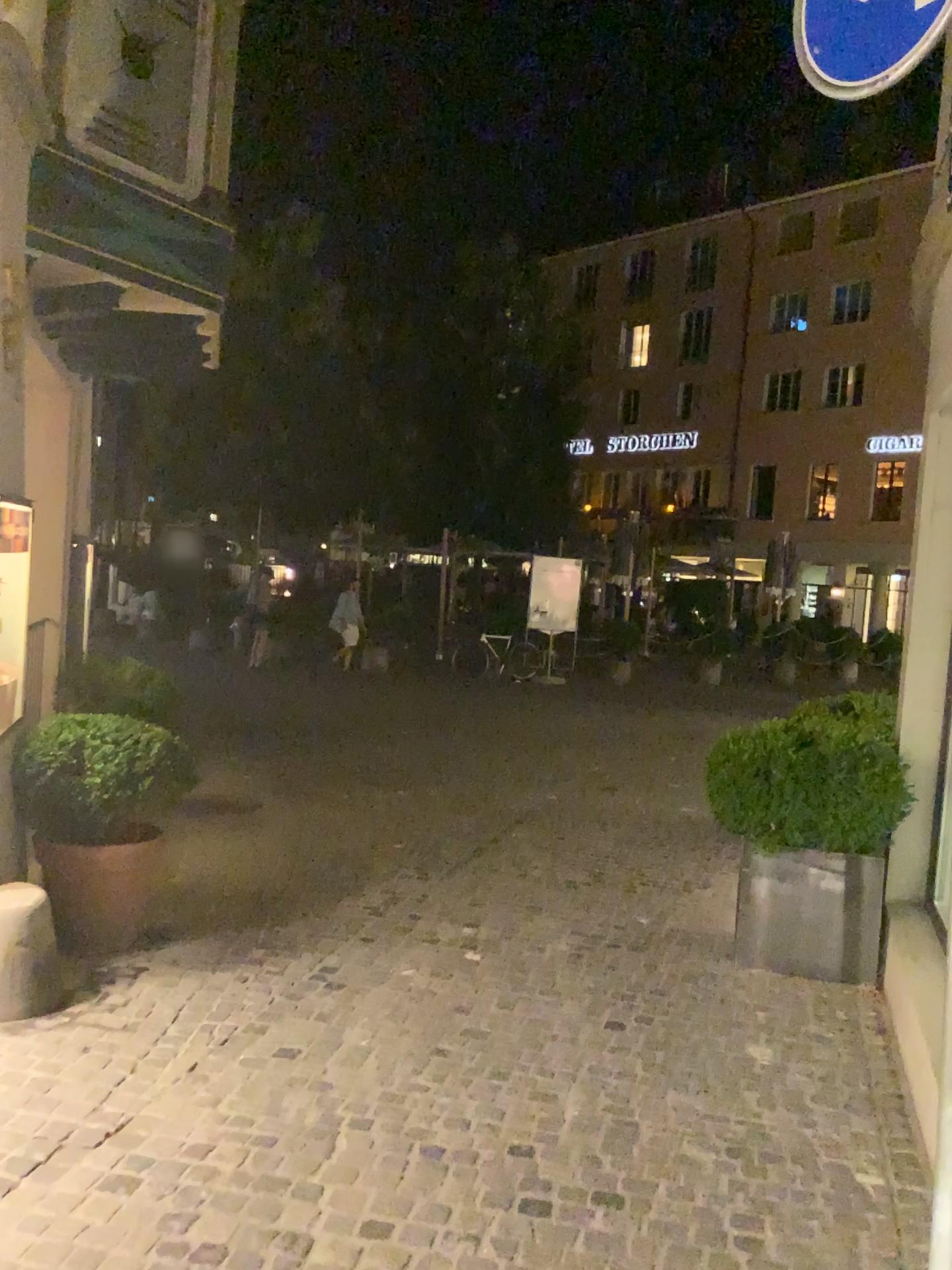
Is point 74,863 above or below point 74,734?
below

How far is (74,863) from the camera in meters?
4.4

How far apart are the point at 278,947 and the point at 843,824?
2.5m

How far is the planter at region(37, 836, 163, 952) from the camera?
4.40m
